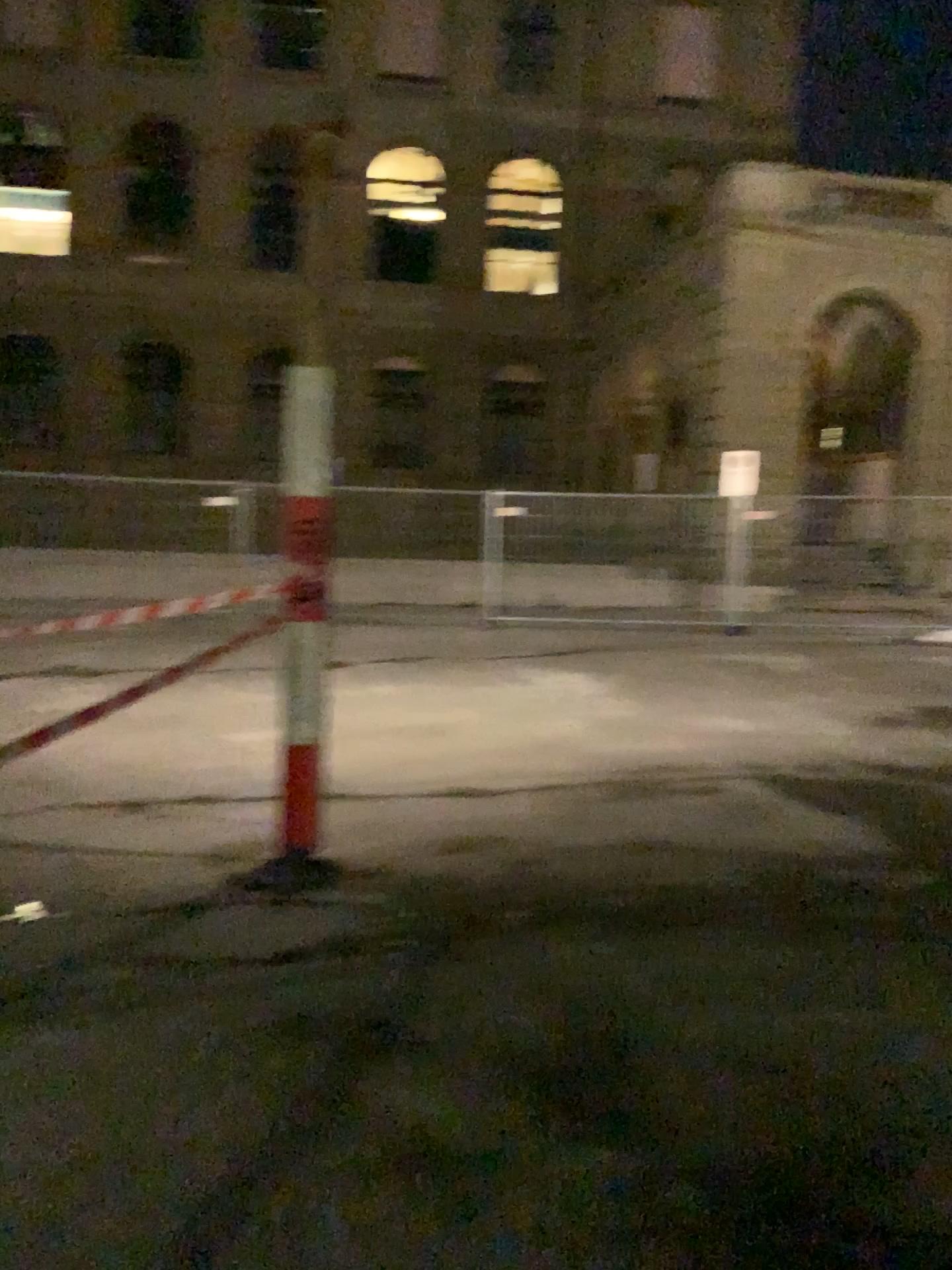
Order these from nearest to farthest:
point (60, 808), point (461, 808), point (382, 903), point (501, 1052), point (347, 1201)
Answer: point (347, 1201)
point (501, 1052)
point (382, 903)
point (60, 808)
point (461, 808)
